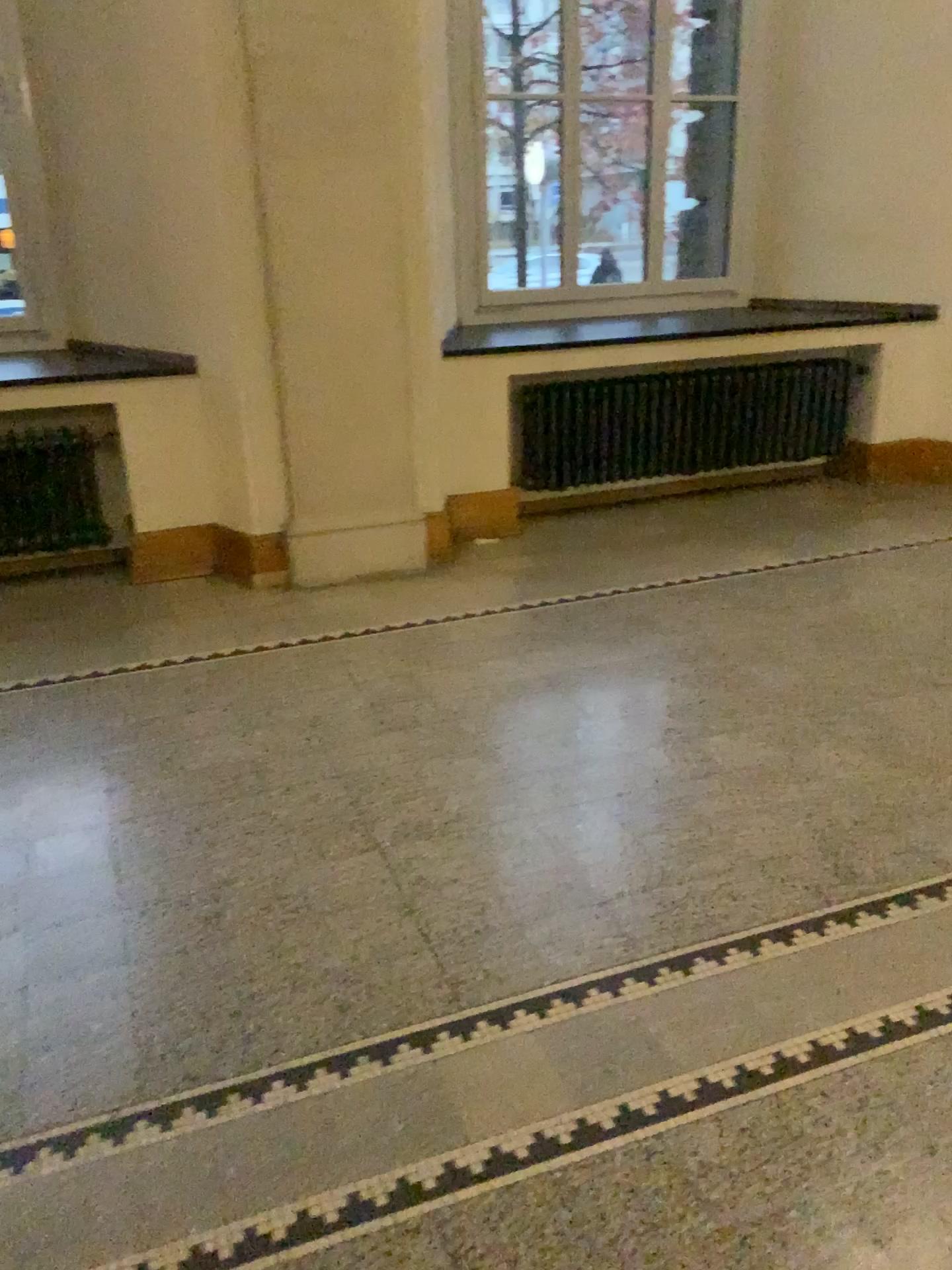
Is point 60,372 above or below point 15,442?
above

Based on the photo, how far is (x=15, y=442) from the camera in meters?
4.6 m

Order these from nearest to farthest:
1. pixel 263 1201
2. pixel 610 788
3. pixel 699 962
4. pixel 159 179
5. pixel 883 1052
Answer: pixel 263 1201 → pixel 883 1052 → pixel 699 962 → pixel 610 788 → pixel 159 179

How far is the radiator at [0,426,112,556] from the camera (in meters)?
4.57

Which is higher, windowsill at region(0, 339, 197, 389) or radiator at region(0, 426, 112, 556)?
windowsill at region(0, 339, 197, 389)
